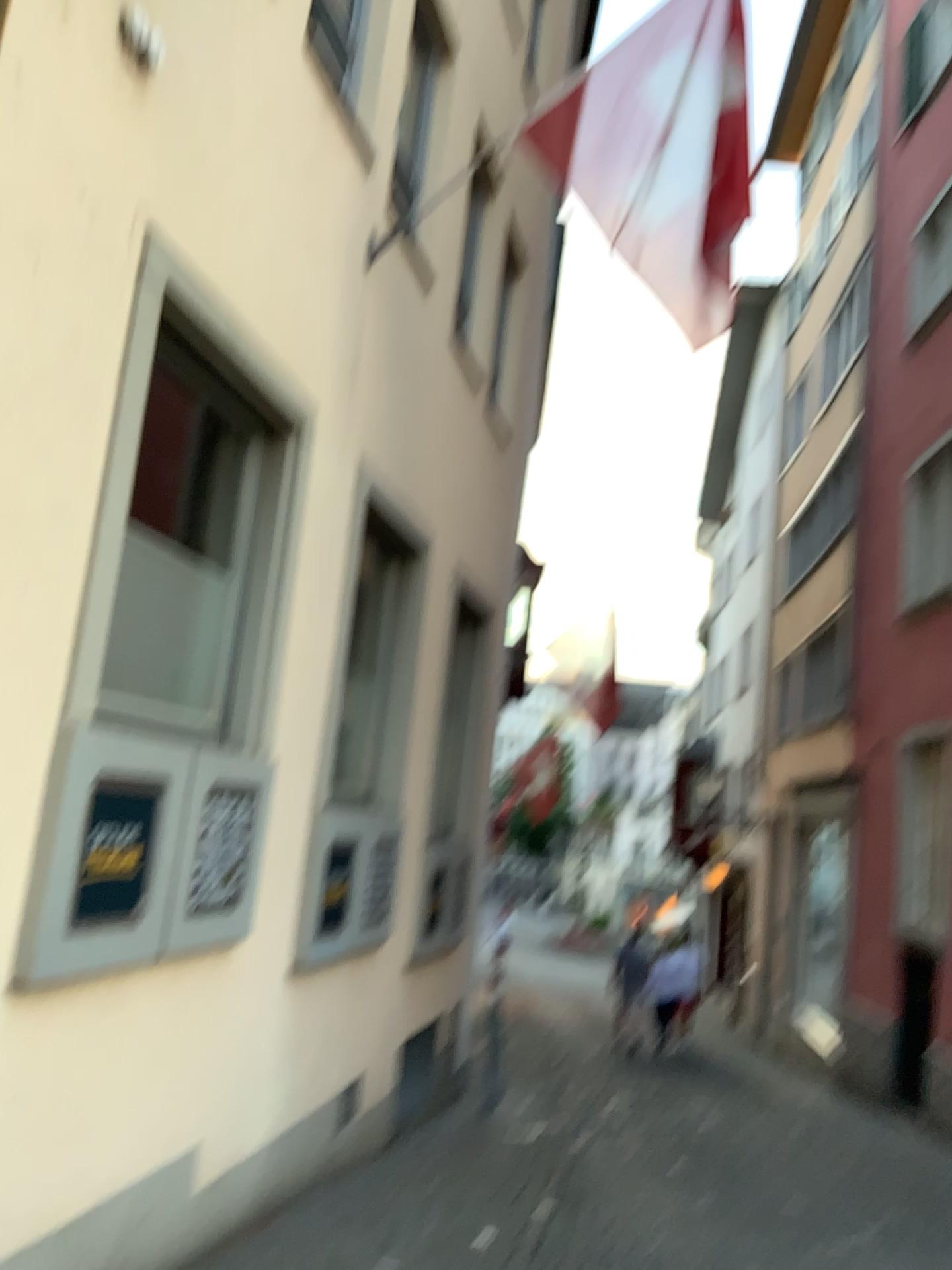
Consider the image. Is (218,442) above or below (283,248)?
below

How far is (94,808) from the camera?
3.06m

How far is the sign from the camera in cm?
306
